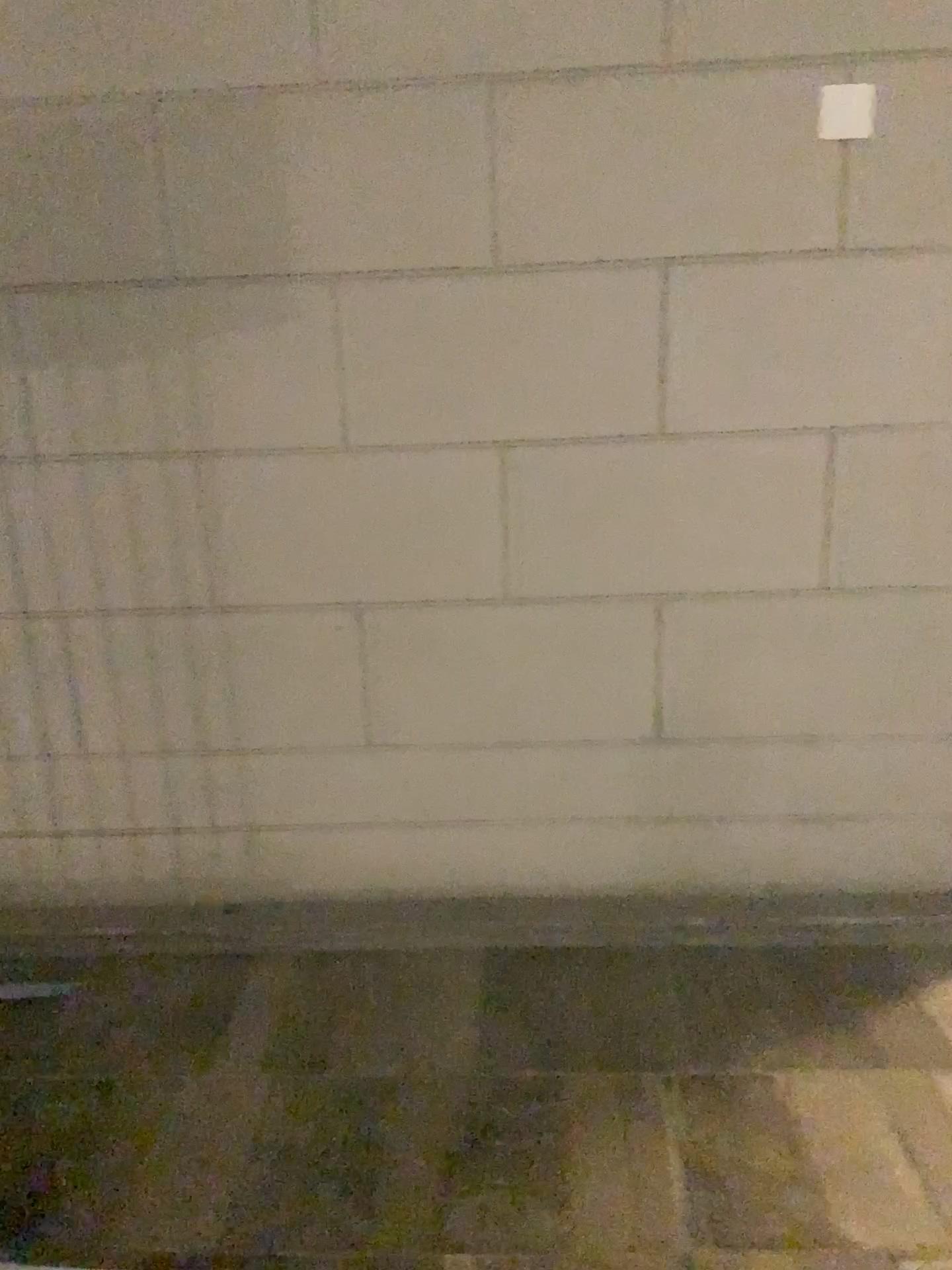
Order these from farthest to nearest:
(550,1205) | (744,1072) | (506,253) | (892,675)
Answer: (892,675) → (506,253) → (744,1072) → (550,1205)
